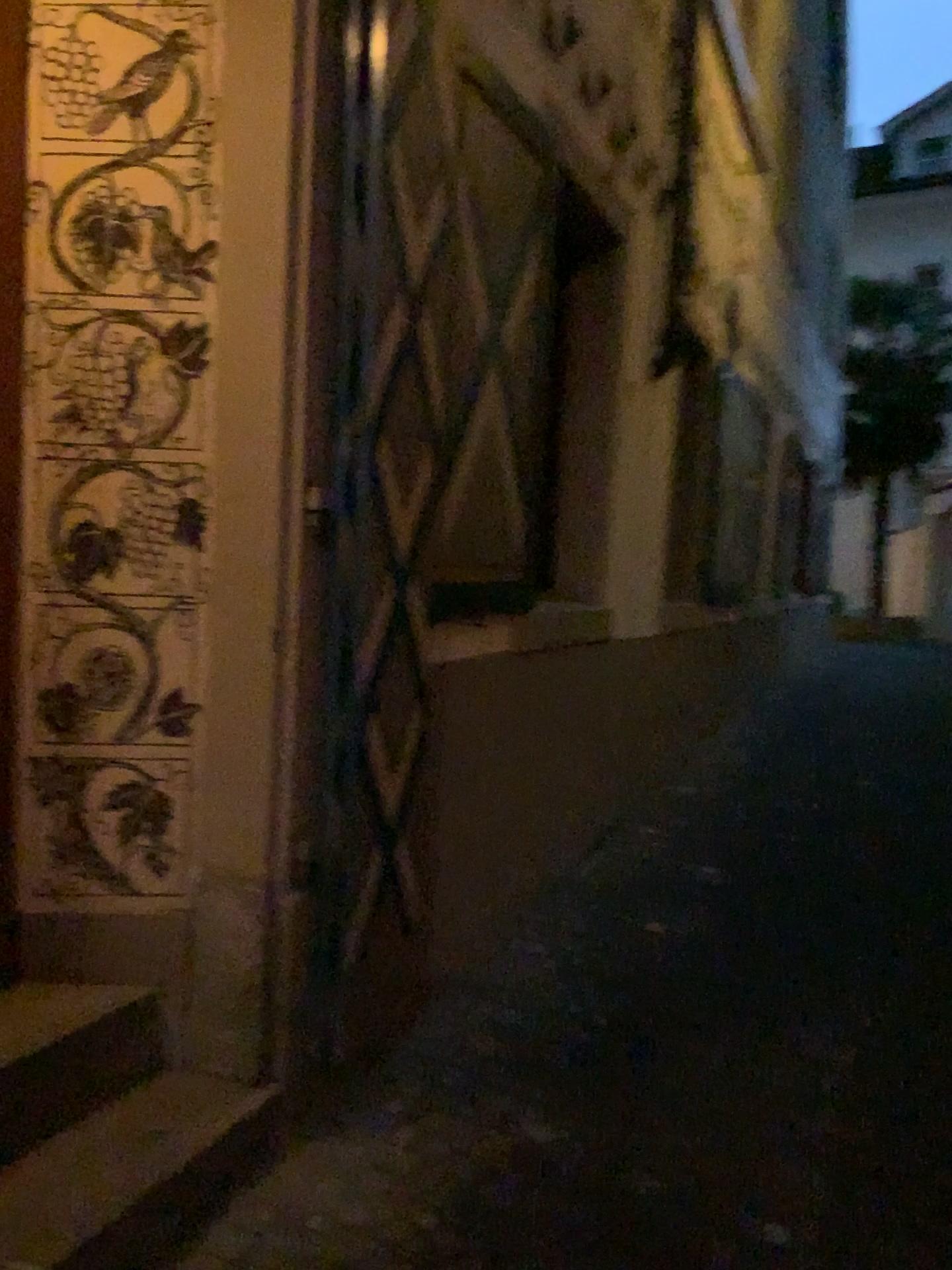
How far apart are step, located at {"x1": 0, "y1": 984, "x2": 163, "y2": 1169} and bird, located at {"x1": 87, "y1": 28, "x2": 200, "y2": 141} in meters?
1.8

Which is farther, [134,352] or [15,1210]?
[134,352]

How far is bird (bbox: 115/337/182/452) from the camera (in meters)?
2.19

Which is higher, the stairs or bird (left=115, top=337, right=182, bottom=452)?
bird (left=115, top=337, right=182, bottom=452)

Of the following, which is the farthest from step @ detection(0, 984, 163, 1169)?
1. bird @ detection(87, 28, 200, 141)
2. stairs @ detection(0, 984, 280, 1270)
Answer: bird @ detection(87, 28, 200, 141)

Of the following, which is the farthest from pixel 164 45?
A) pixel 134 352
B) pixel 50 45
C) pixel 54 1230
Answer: pixel 54 1230

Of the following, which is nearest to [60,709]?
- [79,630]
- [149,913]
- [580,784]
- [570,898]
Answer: [79,630]

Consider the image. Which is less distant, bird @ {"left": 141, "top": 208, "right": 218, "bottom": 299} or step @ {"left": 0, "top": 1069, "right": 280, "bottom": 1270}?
step @ {"left": 0, "top": 1069, "right": 280, "bottom": 1270}

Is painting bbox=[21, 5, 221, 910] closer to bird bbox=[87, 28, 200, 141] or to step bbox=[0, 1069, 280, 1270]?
bird bbox=[87, 28, 200, 141]

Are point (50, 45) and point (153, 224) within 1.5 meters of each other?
yes
